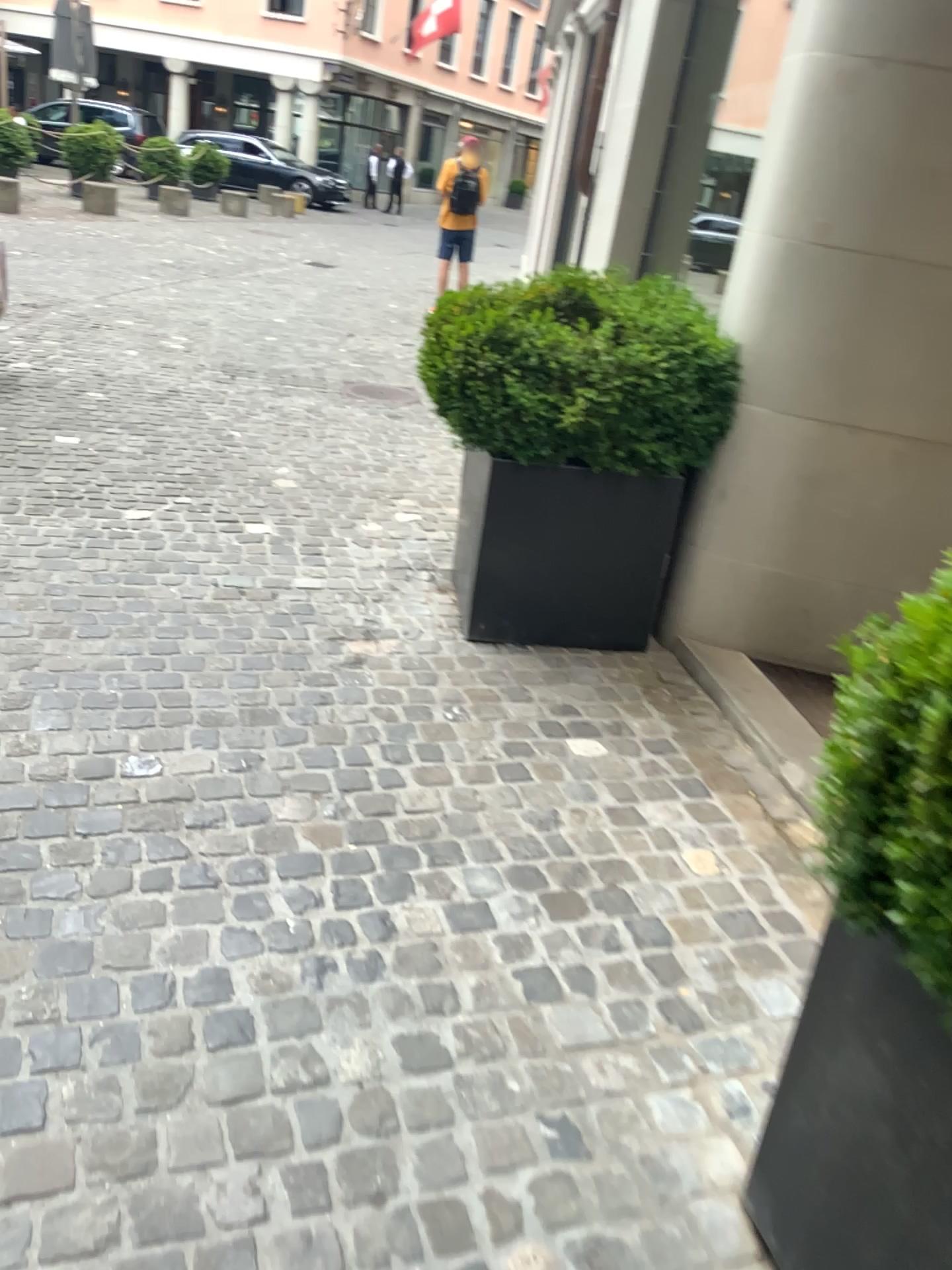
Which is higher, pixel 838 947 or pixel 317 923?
pixel 838 947

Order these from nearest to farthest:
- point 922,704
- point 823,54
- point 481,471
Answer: point 922,704 → point 823,54 → point 481,471

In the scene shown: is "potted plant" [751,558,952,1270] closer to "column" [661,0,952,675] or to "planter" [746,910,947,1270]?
"planter" [746,910,947,1270]

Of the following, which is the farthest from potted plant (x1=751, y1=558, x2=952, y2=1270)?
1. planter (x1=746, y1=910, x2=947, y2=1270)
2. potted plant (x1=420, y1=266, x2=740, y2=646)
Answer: potted plant (x1=420, y1=266, x2=740, y2=646)

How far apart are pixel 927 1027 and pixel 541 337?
2.2m

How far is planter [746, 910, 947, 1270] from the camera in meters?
→ 1.2

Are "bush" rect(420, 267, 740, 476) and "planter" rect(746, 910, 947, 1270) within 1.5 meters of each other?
no

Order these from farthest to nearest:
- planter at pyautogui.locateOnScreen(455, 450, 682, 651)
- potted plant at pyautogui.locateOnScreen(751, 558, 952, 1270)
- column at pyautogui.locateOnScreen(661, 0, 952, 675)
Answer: planter at pyautogui.locateOnScreen(455, 450, 682, 651) → column at pyautogui.locateOnScreen(661, 0, 952, 675) → potted plant at pyautogui.locateOnScreen(751, 558, 952, 1270)

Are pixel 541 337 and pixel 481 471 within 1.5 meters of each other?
yes

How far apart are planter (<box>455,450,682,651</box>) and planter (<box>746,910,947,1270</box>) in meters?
2.0
